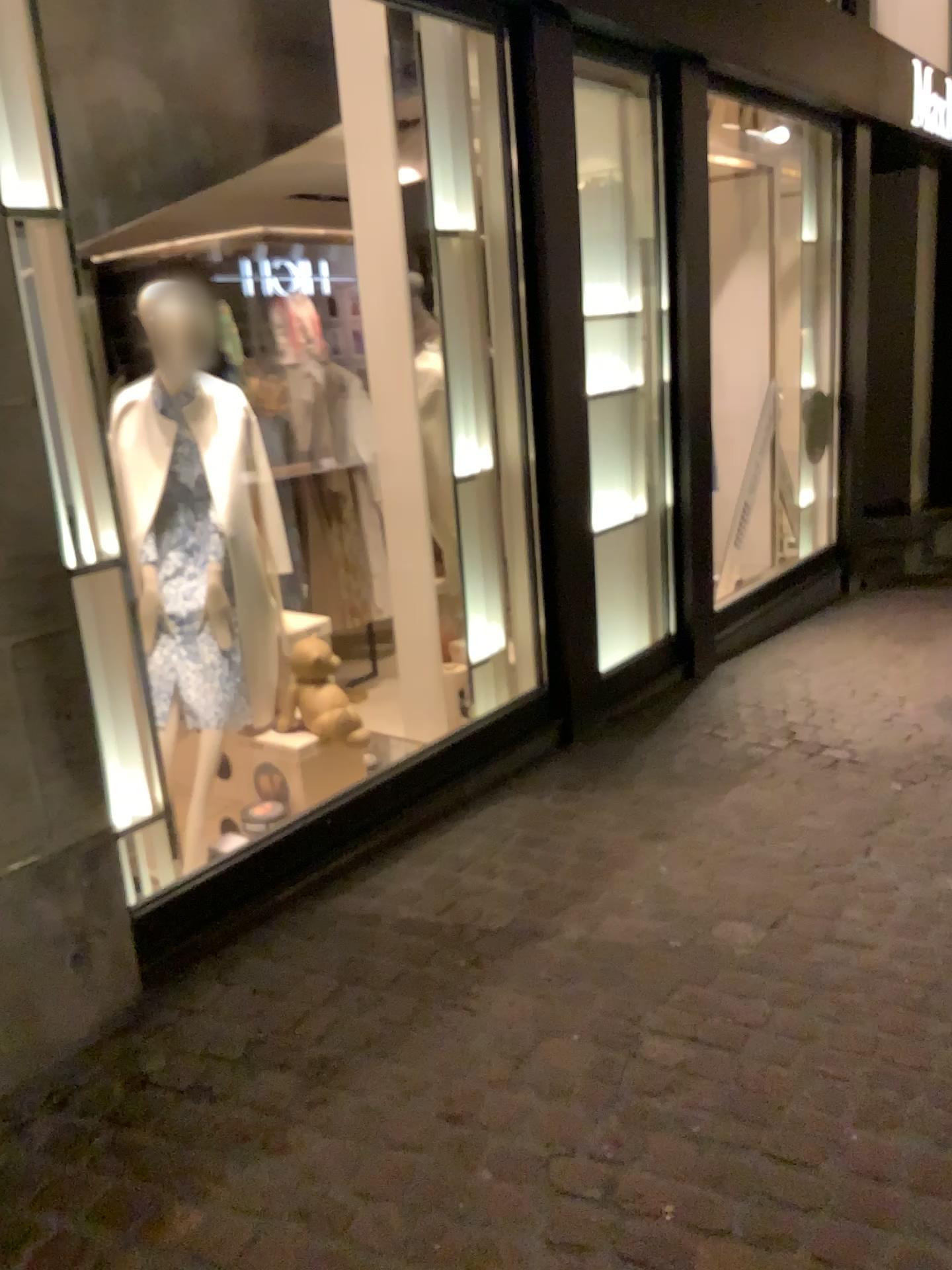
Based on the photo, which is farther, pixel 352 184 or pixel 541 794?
pixel 352 184

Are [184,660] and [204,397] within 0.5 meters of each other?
no

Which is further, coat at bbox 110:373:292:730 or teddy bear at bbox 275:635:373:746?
teddy bear at bbox 275:635:373:746

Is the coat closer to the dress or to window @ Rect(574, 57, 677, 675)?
the dress

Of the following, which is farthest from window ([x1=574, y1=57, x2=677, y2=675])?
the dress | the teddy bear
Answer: the dress

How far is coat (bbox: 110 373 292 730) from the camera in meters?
3.4 m

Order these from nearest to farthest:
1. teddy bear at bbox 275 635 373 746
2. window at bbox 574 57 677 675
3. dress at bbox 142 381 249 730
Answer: dress at bbox 142 381 249 730 → teddy bear at bbox 275 635 373 746 → window at bbox 574 57 677 675

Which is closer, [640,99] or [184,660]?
[184,660]

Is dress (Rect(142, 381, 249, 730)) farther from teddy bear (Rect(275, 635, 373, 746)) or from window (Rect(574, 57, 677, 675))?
window (Rect(574, 57, 677, 675))

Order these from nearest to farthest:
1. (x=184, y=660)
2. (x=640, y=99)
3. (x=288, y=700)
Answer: (x=184, y=660) < (x=288, y=700) < (x=640, y=99)
